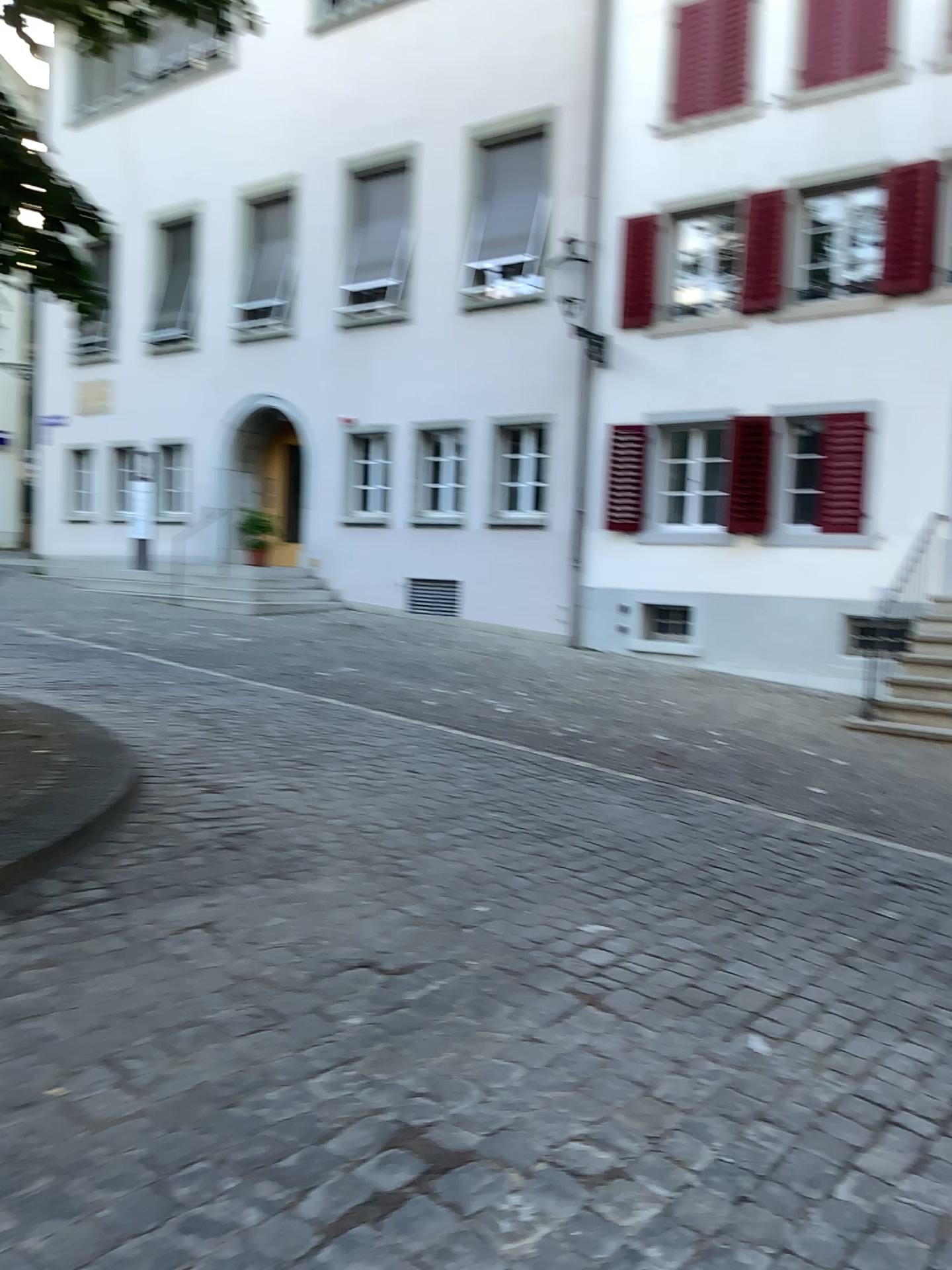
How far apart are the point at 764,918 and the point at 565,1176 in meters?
2.3
